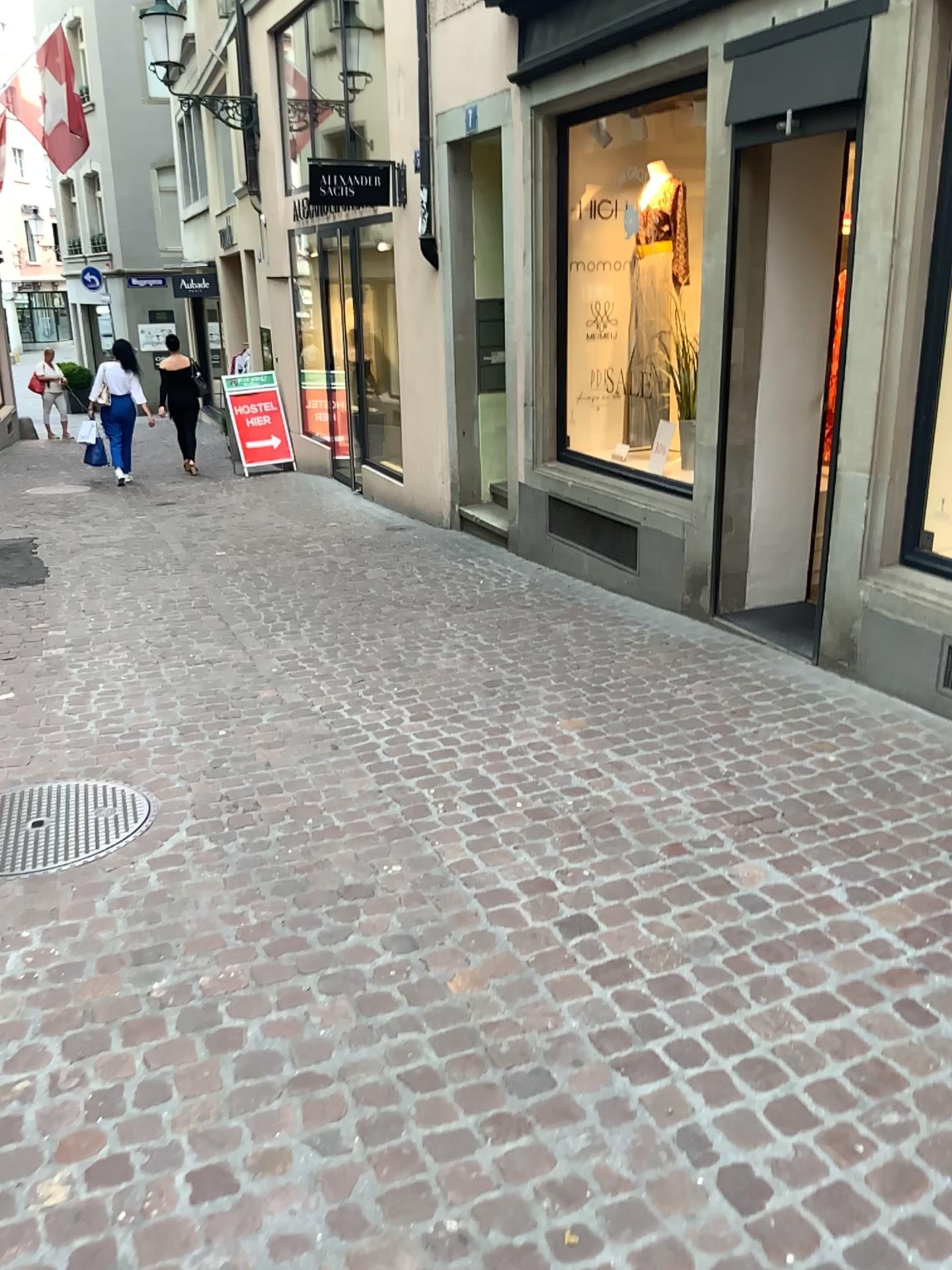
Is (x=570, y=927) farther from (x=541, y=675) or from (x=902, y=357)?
(x=902, y=357)
